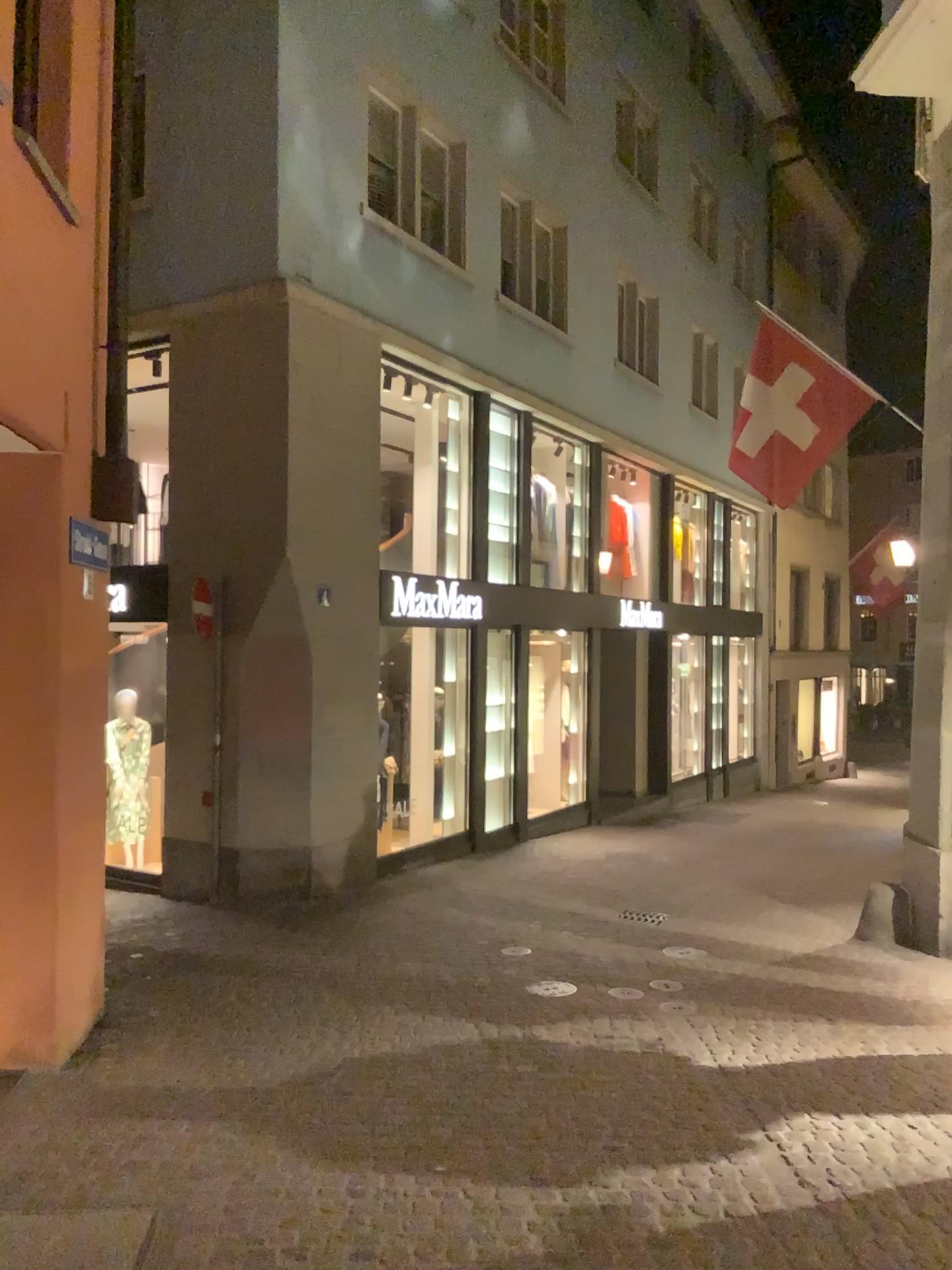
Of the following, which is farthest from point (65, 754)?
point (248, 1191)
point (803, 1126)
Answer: point (803, 1126)
